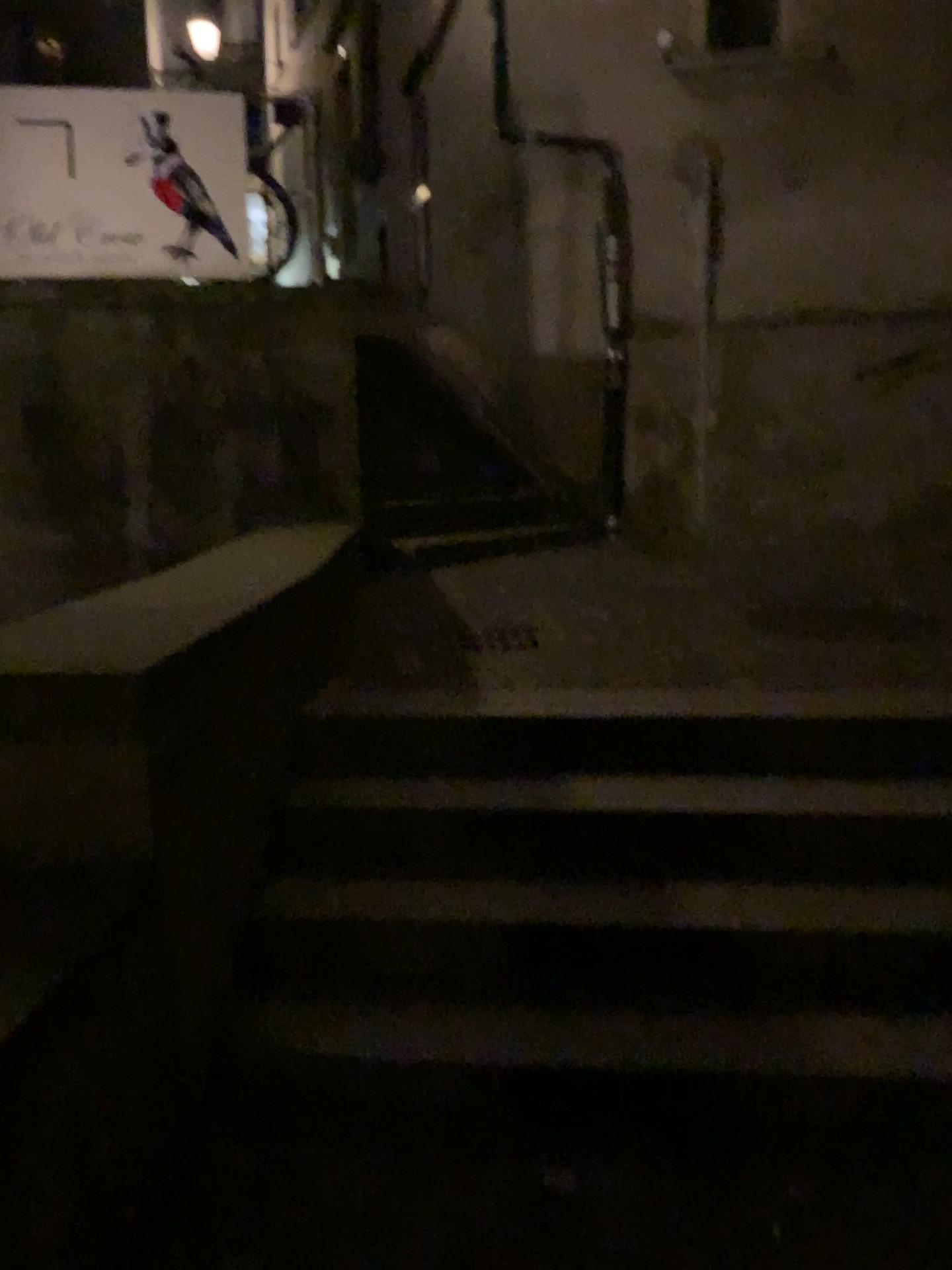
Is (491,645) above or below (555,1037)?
above

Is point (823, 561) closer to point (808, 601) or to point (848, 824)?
point (808, 601)

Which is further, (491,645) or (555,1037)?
(491,645)

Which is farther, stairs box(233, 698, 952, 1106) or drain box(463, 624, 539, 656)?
drain box(463, 624, 539, 656)
